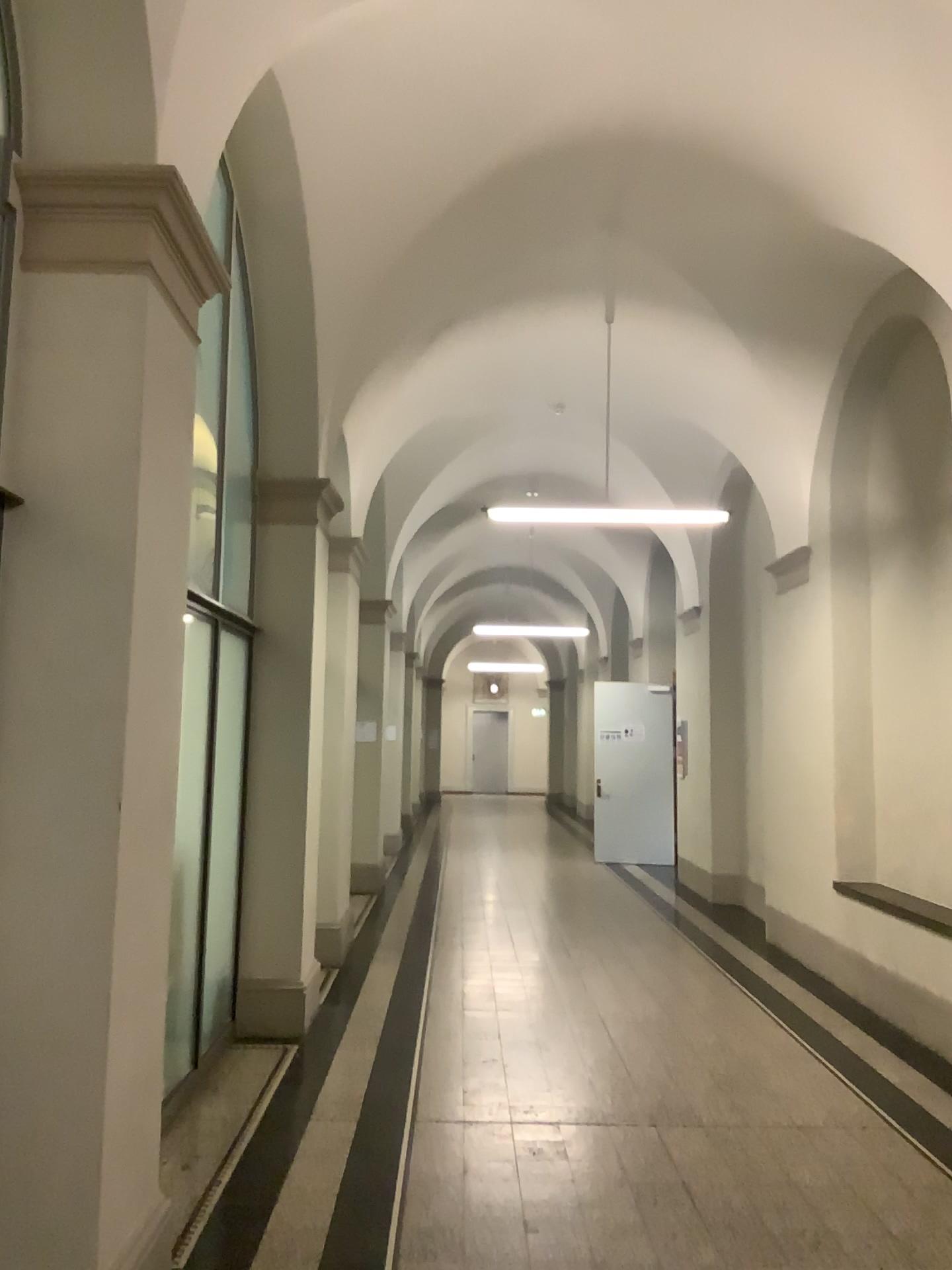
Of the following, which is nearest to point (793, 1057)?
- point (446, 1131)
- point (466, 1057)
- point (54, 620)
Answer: point (466, 1057)

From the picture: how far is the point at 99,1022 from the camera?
2.56m

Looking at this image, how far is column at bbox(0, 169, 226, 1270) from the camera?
2.6 meters
